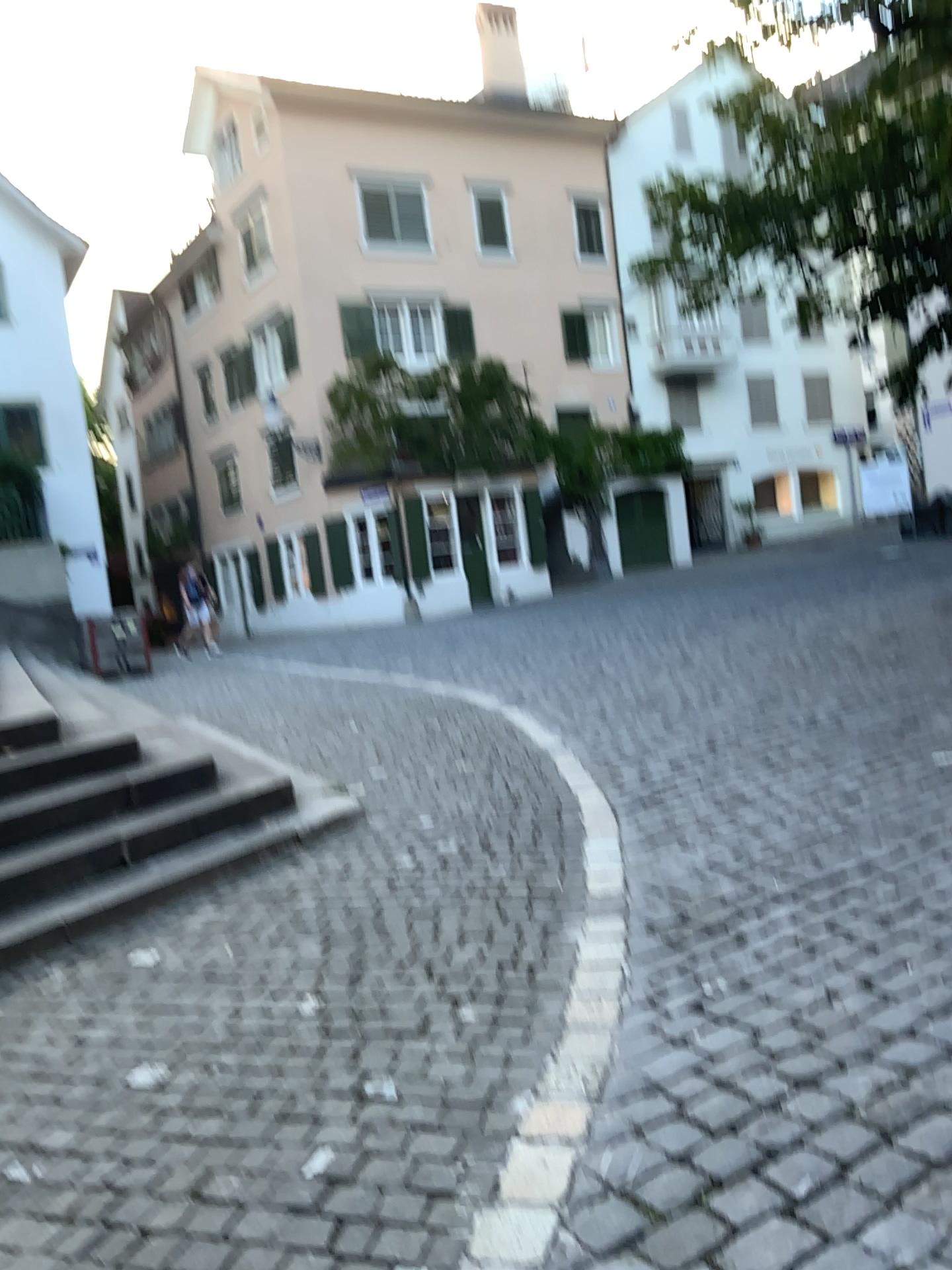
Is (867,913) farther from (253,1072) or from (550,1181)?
(253,1072)
